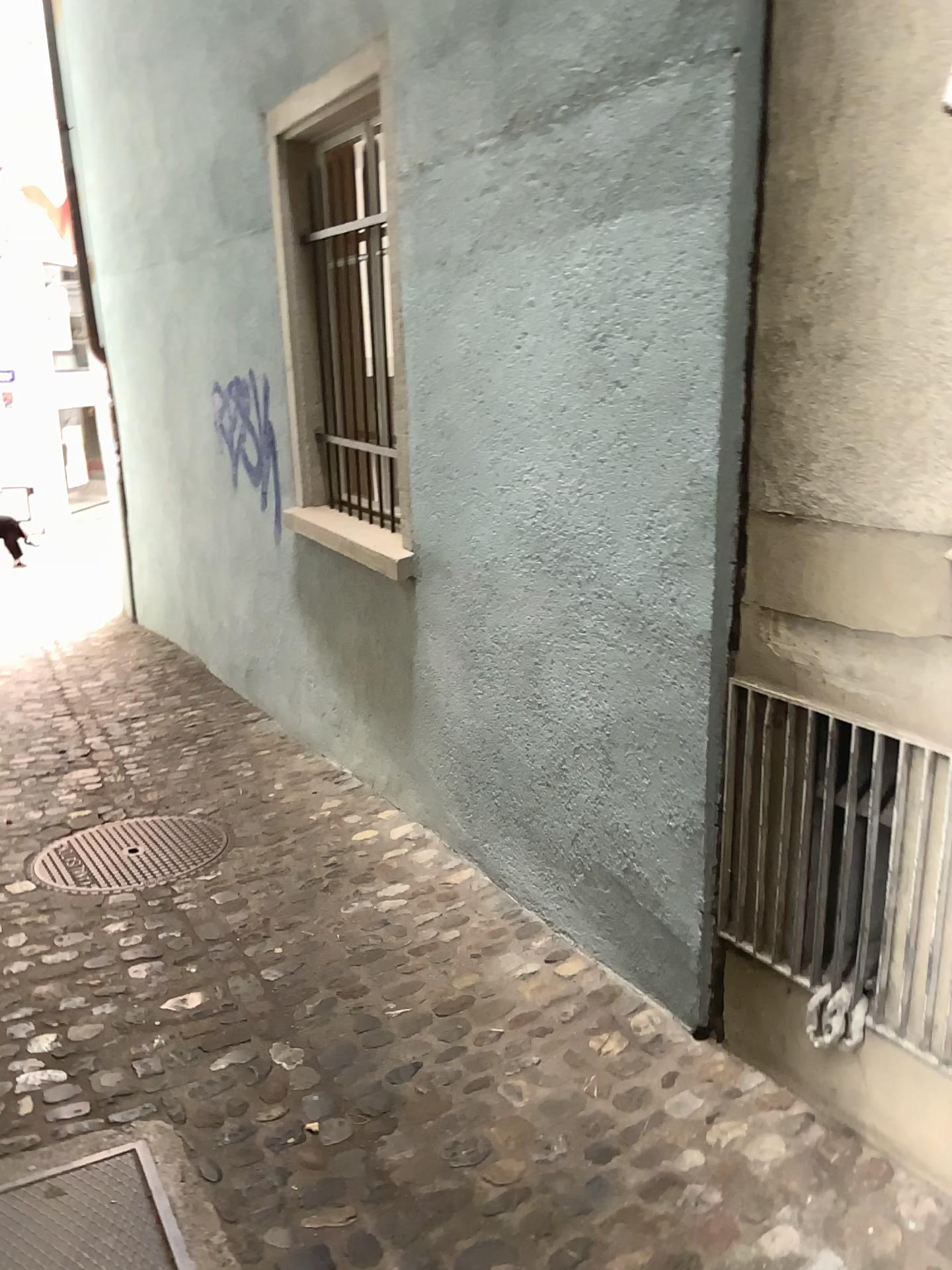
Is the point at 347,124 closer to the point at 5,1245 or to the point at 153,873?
the point at 153,873

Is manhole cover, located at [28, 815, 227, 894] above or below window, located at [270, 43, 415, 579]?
below

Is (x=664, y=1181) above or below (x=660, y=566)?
below

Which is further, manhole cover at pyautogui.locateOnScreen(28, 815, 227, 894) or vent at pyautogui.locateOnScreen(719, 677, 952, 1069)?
manhole cover at pyautogui.locateOnScreen(28, 815, 227, 894)

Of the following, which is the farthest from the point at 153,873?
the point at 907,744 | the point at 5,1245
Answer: the point at 907,744

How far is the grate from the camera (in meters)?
1.98

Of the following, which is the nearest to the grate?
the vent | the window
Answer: the vent

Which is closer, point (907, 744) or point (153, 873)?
point (907, 744)

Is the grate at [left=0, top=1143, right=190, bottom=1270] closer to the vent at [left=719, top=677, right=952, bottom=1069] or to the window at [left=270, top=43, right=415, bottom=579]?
the vent at [left=719, top=677, right=952, bottom=1069]

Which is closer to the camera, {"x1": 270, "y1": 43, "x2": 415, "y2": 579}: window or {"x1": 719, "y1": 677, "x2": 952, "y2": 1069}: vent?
{"x1": 719, "y1": 677, "x2": 952, "y2": 1069}: vent
